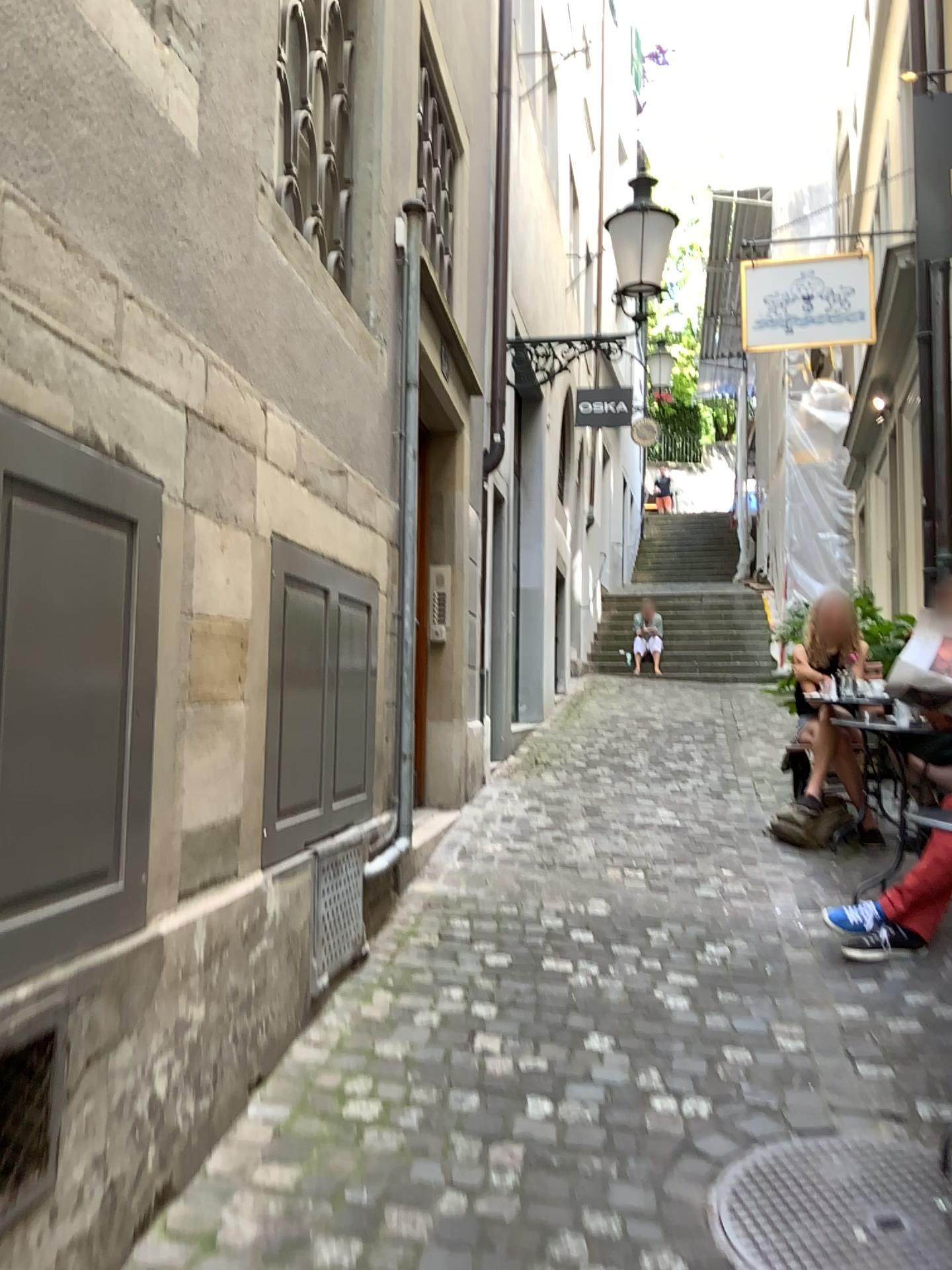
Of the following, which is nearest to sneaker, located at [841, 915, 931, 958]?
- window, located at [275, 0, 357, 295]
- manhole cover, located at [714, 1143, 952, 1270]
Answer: manhole cover, located at [714, 1143, 952, 1270]

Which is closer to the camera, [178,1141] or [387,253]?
[178,1141]

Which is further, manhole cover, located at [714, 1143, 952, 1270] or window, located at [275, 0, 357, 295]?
window, located at [275, 0, 357, 295]

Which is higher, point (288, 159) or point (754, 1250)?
point (288, 159)

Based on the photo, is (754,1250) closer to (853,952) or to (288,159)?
(853,952)

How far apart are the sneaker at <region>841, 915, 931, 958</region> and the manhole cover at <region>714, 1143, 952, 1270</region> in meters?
1.2

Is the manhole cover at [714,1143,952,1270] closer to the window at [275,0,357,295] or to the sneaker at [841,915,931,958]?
the sneaker at [841,915,931,958]

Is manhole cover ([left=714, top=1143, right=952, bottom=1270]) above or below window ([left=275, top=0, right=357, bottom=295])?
below

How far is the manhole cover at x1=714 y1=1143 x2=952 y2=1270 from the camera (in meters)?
2.09

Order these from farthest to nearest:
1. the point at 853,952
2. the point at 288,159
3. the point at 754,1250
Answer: the point at 853,952 → the point at 288,159 → the point at 754,1250
